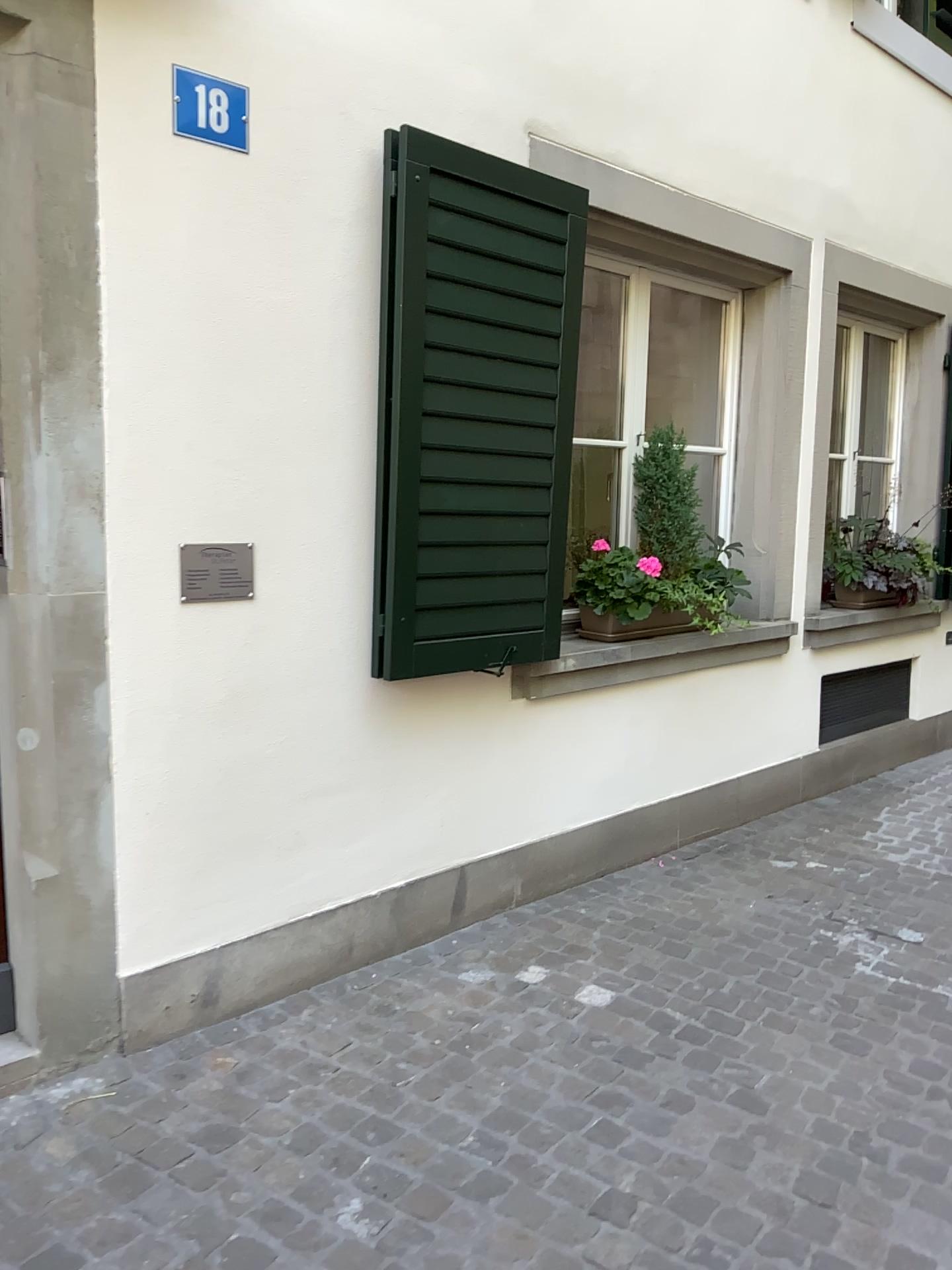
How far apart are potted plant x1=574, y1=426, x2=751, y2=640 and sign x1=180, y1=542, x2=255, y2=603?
1.4 meters

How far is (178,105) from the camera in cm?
250

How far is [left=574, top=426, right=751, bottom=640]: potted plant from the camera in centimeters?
387cm

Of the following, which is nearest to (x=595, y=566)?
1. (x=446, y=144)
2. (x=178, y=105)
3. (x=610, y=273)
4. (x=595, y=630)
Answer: (x=595, y=630)

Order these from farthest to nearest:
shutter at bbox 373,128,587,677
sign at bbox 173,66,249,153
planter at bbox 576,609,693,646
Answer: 1. planter at bbox 576,609,693,646
2. shutter at bbox 373,128,587,677
3. sign at bbox 173,66,249,153

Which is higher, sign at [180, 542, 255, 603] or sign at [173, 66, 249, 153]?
sign at [173, 66, 249, 153]

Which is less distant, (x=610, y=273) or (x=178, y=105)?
(x=178, y=105)

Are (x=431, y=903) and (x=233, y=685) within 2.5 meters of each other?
yes

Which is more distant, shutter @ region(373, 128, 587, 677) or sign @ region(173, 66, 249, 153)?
shutter @ region(373, 128, 587, 677)

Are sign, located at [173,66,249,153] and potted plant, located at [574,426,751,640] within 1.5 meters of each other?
no
